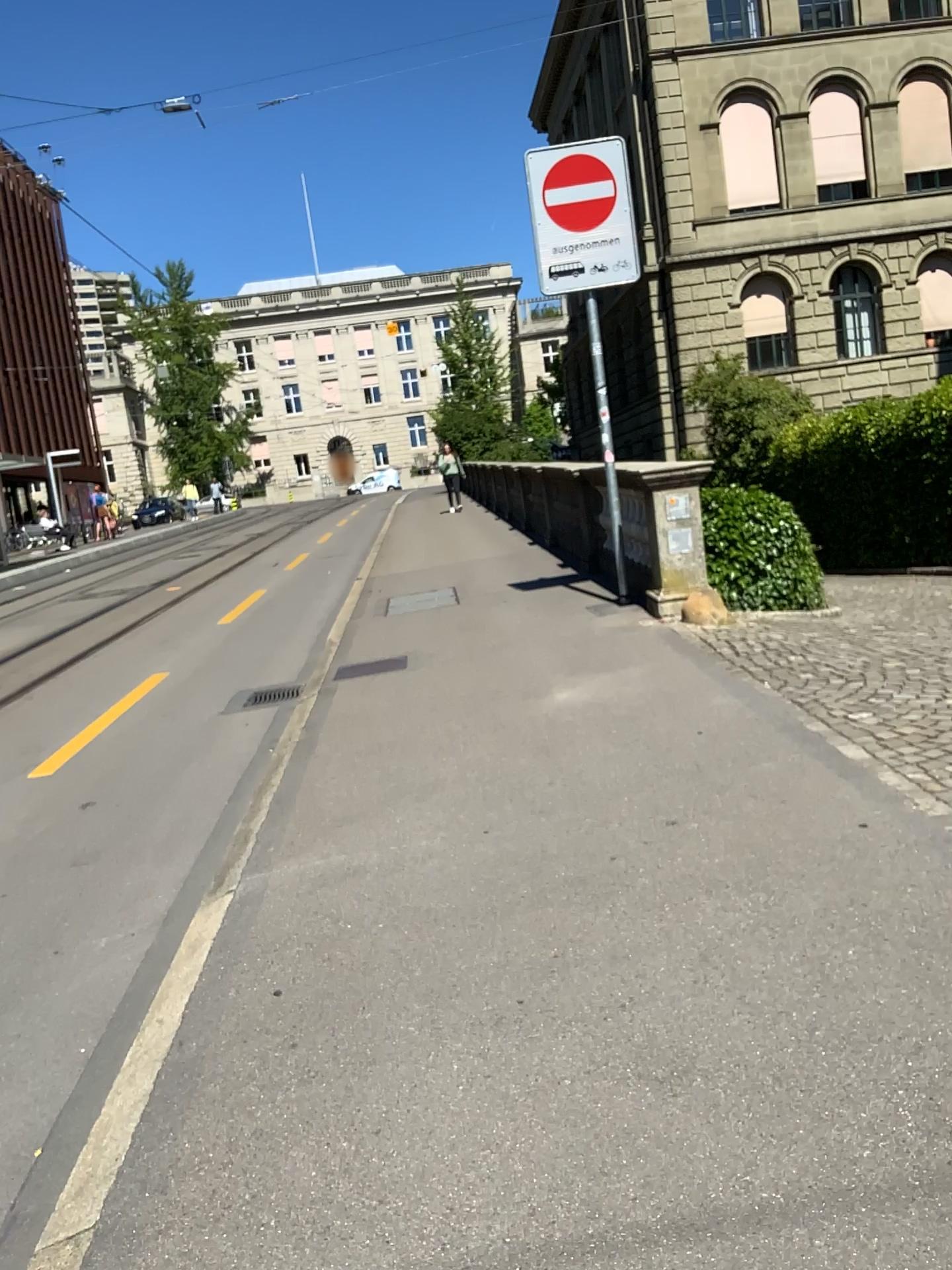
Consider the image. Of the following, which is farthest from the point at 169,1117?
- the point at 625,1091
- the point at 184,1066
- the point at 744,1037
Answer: the point at 744,1037
